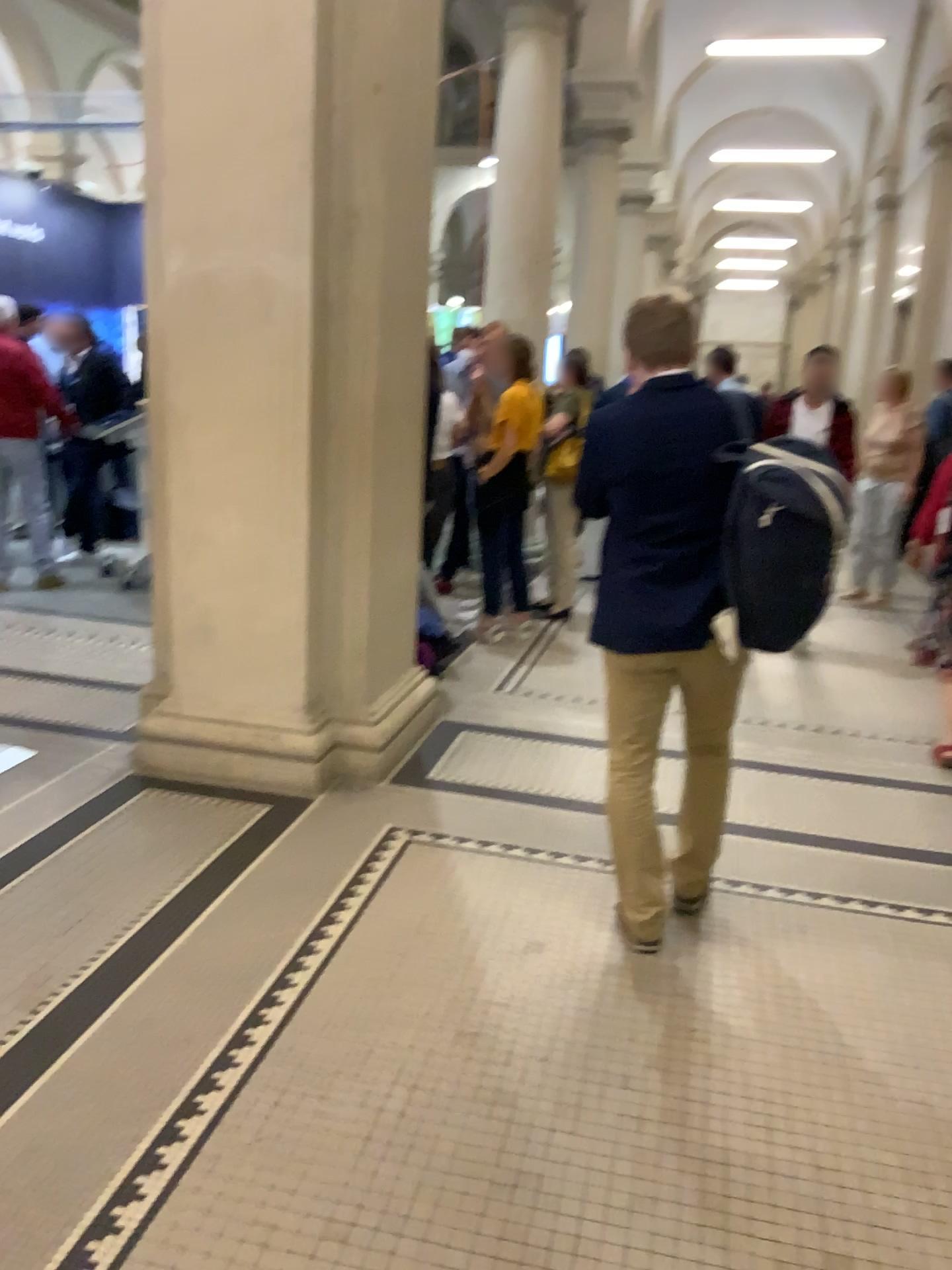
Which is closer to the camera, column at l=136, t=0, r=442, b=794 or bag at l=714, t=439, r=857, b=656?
bag at l=714, t=439, r=857, b=656

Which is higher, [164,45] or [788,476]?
[164,45]

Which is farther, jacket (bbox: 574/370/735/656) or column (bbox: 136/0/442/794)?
column (bbox: 136/0/442/794)

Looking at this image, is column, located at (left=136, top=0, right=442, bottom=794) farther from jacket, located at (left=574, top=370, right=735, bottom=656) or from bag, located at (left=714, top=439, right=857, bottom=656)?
bag, located at (left=714, top=439, right=857, bottom=656)

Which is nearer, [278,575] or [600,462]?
[600,462]

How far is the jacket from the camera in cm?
259

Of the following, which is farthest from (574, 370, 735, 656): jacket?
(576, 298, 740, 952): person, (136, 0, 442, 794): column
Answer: (136, 0, 442, 794): column

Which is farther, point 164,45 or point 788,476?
point 164,45

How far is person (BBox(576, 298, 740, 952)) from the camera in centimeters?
261cm

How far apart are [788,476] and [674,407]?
0.4m
